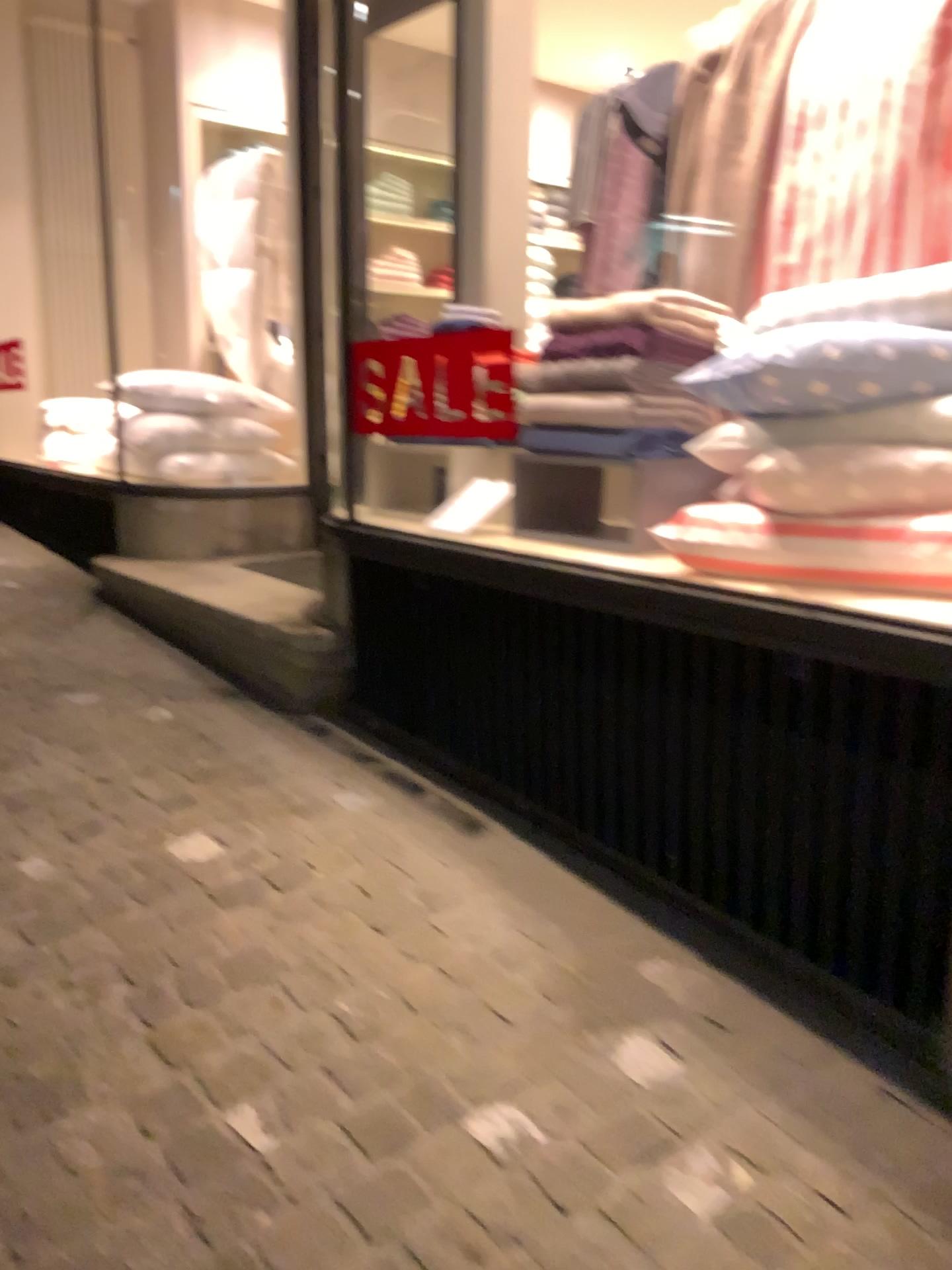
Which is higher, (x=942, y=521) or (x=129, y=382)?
(x=129, y=382)

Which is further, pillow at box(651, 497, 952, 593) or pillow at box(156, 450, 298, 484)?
pillow at box(156, 450, 298, 484)

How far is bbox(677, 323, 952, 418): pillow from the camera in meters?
2.0 m

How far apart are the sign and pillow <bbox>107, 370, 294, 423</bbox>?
1.7m

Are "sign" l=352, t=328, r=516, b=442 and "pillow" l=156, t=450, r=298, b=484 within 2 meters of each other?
yes

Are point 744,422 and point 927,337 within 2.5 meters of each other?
yes

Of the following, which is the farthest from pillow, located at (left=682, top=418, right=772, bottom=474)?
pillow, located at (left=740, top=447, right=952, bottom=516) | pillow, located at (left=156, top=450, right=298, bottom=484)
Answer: pillow, located at (left=156, top=450, right=298, bottom=484)

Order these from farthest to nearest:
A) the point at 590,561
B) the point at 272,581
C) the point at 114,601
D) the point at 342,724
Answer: the point at 114,601 < the point at 272,581 < the point at 342,724 < the point at 590,561

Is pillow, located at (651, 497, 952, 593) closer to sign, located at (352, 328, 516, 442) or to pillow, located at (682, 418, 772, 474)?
pillow, located at (682, 418, 772, 474)

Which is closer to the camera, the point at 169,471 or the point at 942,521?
the point at 942,521
